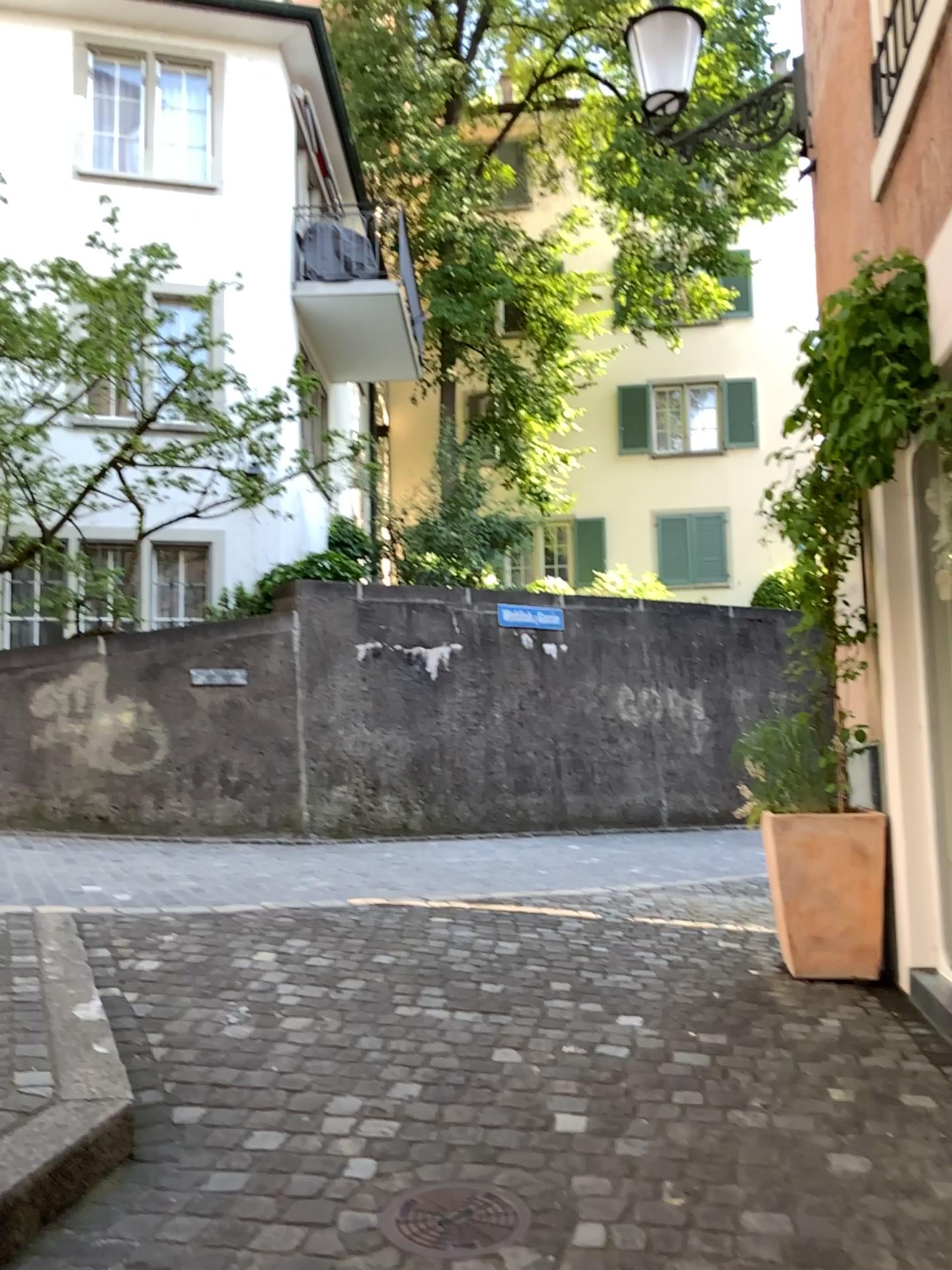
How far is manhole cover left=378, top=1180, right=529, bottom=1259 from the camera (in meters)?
2.03

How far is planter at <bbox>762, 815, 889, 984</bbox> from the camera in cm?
395

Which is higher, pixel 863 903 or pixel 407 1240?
pixel 863 903

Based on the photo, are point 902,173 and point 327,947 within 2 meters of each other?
no

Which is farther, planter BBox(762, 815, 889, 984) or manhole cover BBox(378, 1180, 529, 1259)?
planter BBox(762, 815, 889, 984)

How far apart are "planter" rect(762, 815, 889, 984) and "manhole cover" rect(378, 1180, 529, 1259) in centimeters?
212cm

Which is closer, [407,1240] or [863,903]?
[407,1240]

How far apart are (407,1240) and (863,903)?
2.49m
